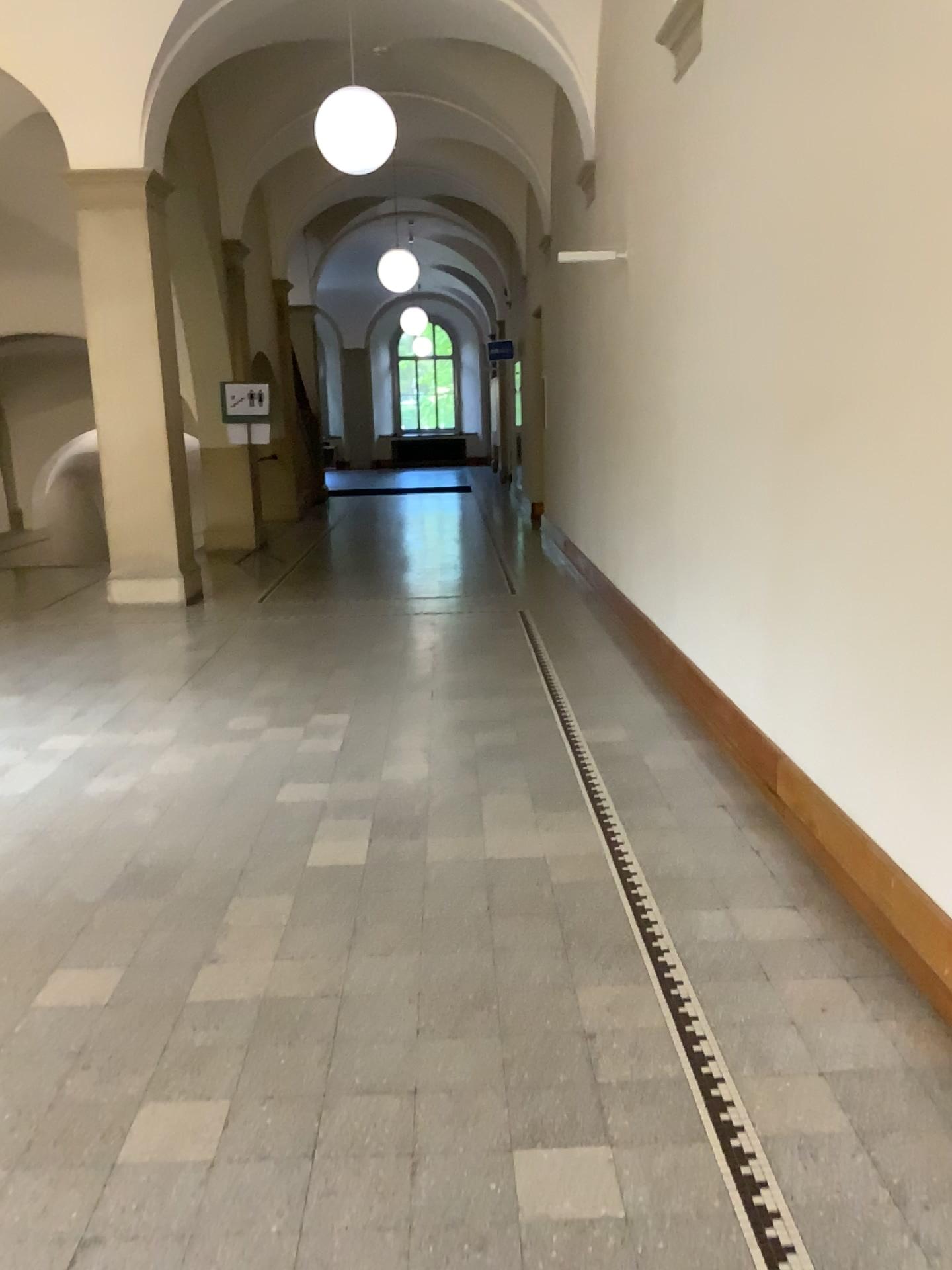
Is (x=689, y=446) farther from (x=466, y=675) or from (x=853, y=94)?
(x=853, y=94)
